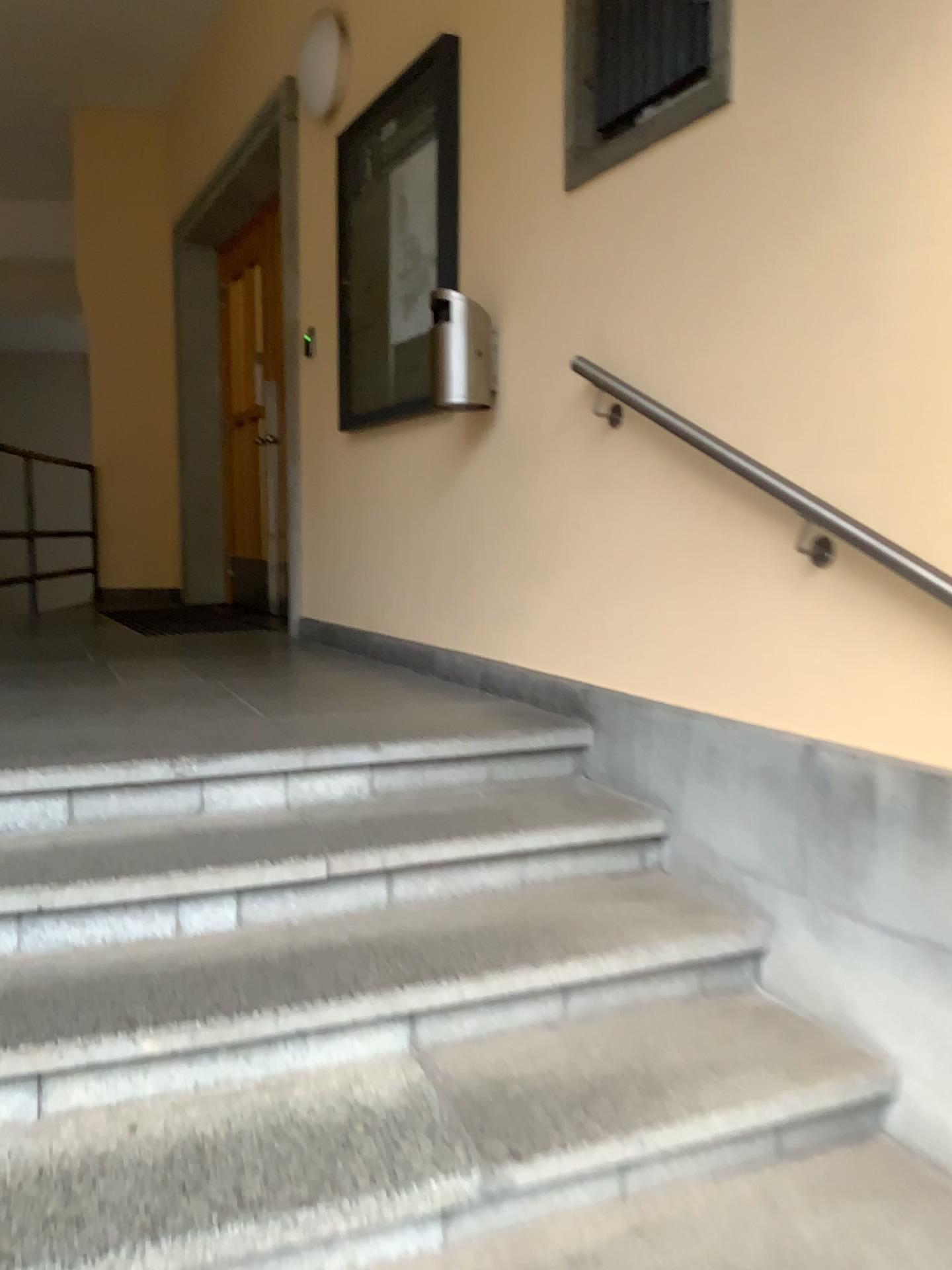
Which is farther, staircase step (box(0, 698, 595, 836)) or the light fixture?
the light fixture

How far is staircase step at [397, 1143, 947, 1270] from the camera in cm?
156

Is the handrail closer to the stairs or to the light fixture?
the stairs

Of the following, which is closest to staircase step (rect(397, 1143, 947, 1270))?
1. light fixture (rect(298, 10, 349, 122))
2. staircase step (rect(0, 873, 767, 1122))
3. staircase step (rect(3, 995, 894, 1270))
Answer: staircase step (rect(3, 995, 894, 1270))

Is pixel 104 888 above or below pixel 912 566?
below

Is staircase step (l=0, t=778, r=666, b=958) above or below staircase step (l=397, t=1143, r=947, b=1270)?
above

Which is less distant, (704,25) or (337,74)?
(704,25)

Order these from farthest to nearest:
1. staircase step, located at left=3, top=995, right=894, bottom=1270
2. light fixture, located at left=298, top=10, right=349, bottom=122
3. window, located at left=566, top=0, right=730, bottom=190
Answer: light fixture, located at left=298, top=10, right=349, bottom=122
window, located at left=566, top=0, right=730, bottom=190
staircase step, located at left=3, top=995, right=894, bottom=1270

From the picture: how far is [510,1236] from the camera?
1.56m

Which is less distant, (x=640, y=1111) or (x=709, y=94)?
(x=640, y=1111)
